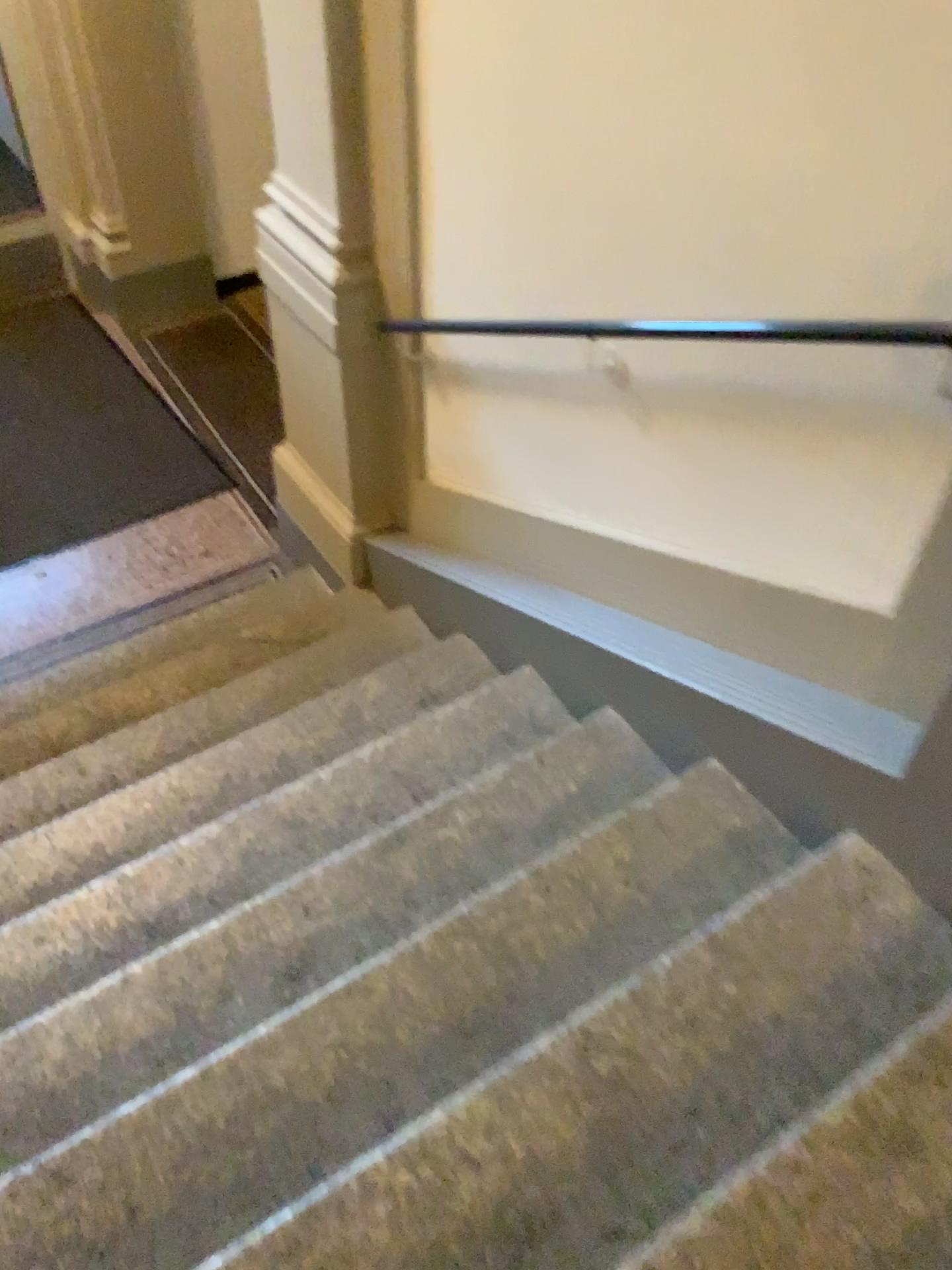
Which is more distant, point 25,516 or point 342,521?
point 25,516

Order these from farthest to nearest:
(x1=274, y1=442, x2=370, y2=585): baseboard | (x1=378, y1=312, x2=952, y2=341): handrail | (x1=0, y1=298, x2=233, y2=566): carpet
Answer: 1. (x1=0, y1=298, x2=233, y2=566): carpet
2. (x1=274, y1=442, x2=370, y2=585): baseboard
3. (x1=378, y1=312, x2=952, y2=341): handrail

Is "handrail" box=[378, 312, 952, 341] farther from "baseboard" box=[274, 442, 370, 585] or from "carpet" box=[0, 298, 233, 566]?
"carpet" box=[0, 298, 233, 566]

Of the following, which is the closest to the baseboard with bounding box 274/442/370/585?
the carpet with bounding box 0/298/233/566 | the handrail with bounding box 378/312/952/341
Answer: the carpet with bounding box 0/298/233/566

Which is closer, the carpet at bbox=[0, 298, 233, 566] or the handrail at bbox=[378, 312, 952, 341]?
the handrail at bbox=[378, 312, 952, 341]

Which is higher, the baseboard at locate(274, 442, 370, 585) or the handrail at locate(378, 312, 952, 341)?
the handrail at locate(378, 312, 952, 341)

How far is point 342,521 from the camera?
3.7 meters

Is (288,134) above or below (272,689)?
above

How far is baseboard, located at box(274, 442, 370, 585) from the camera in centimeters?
372cm

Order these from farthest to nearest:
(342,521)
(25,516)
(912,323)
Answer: (25,516) < (342,521) < (912,323)
